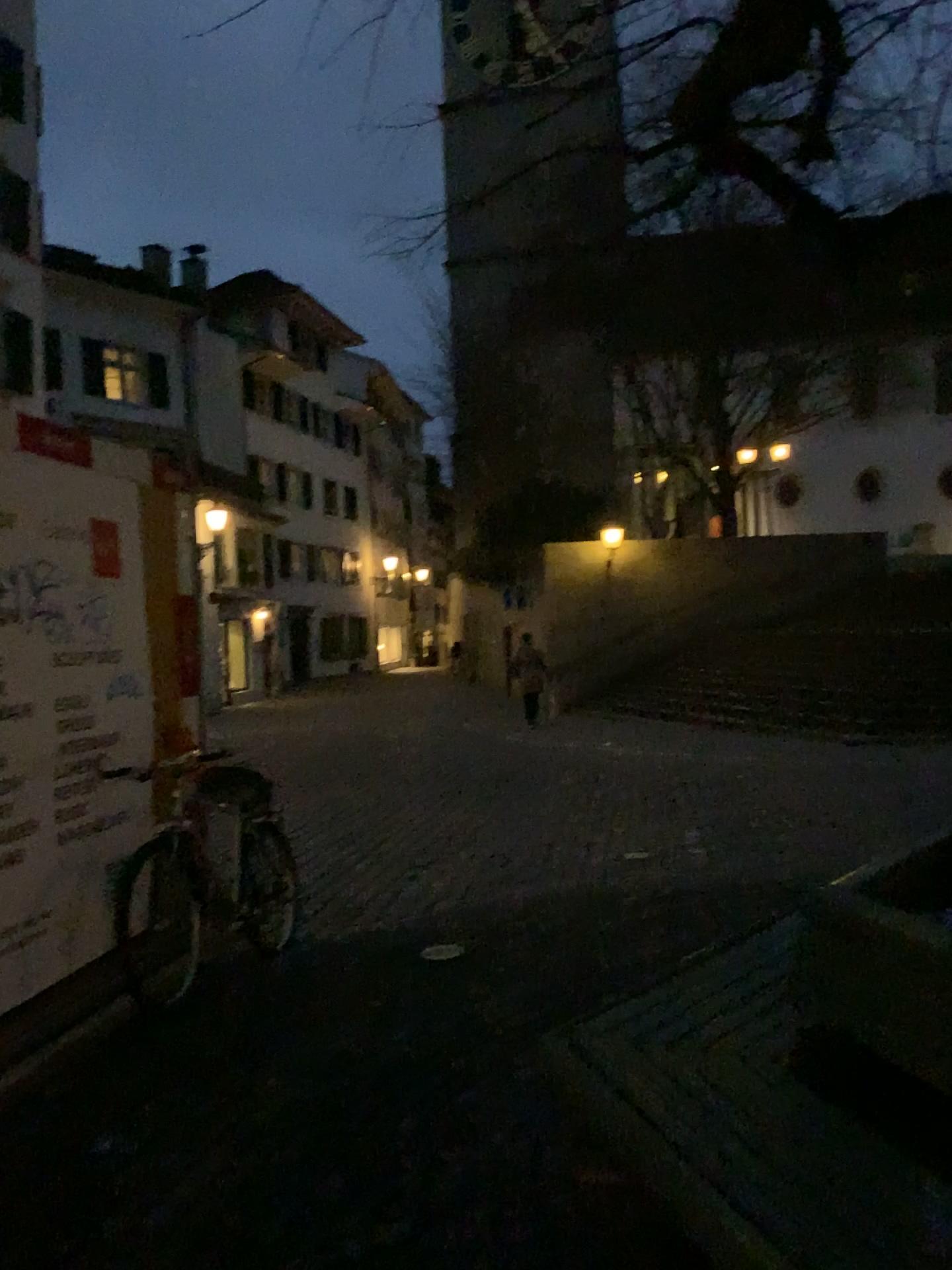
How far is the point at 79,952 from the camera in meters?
4.1
